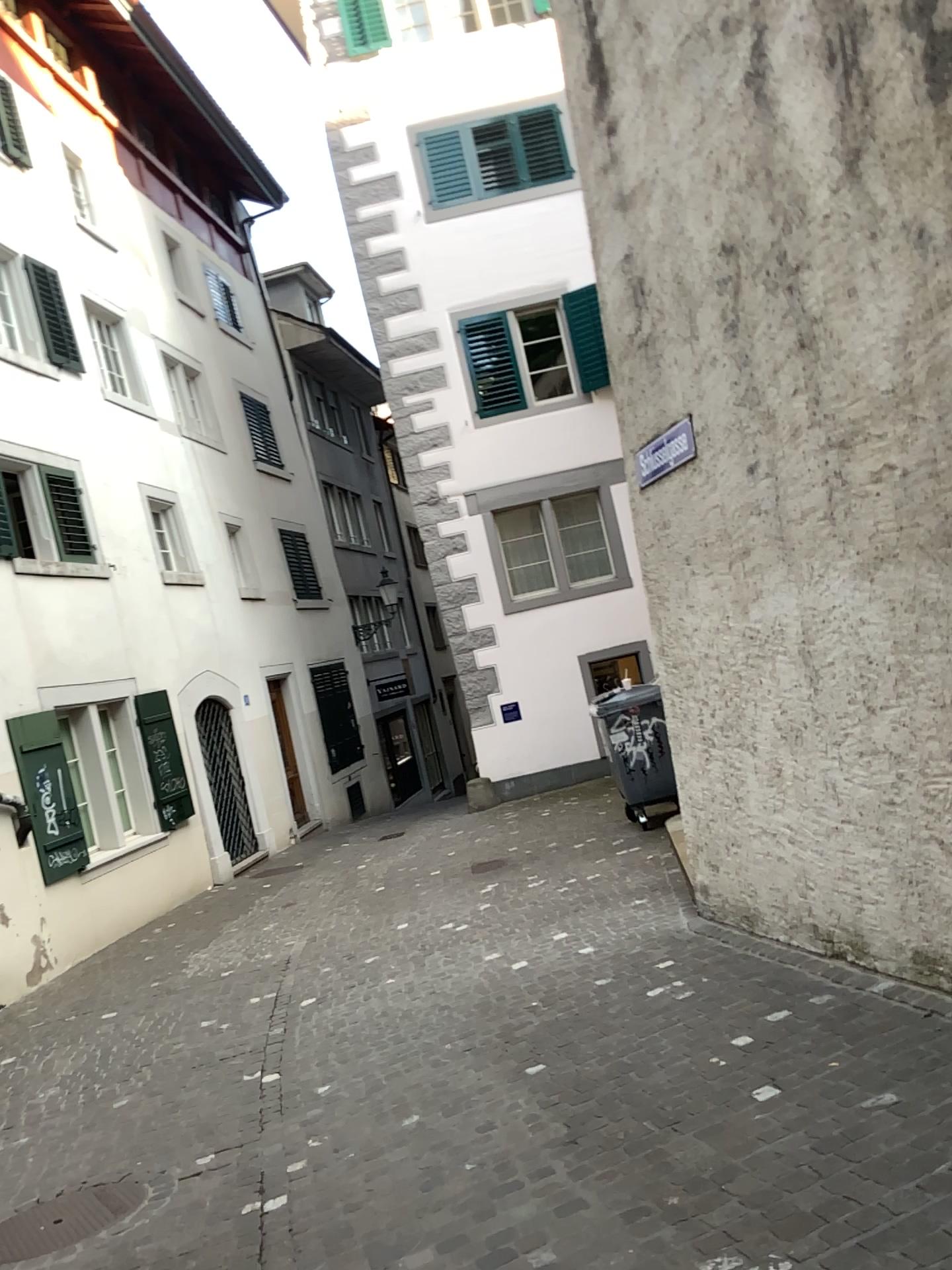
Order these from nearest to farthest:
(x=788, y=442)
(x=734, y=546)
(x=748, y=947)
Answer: (x=788, y=442) → (x=734, y=546) → (x=748, y=947)
